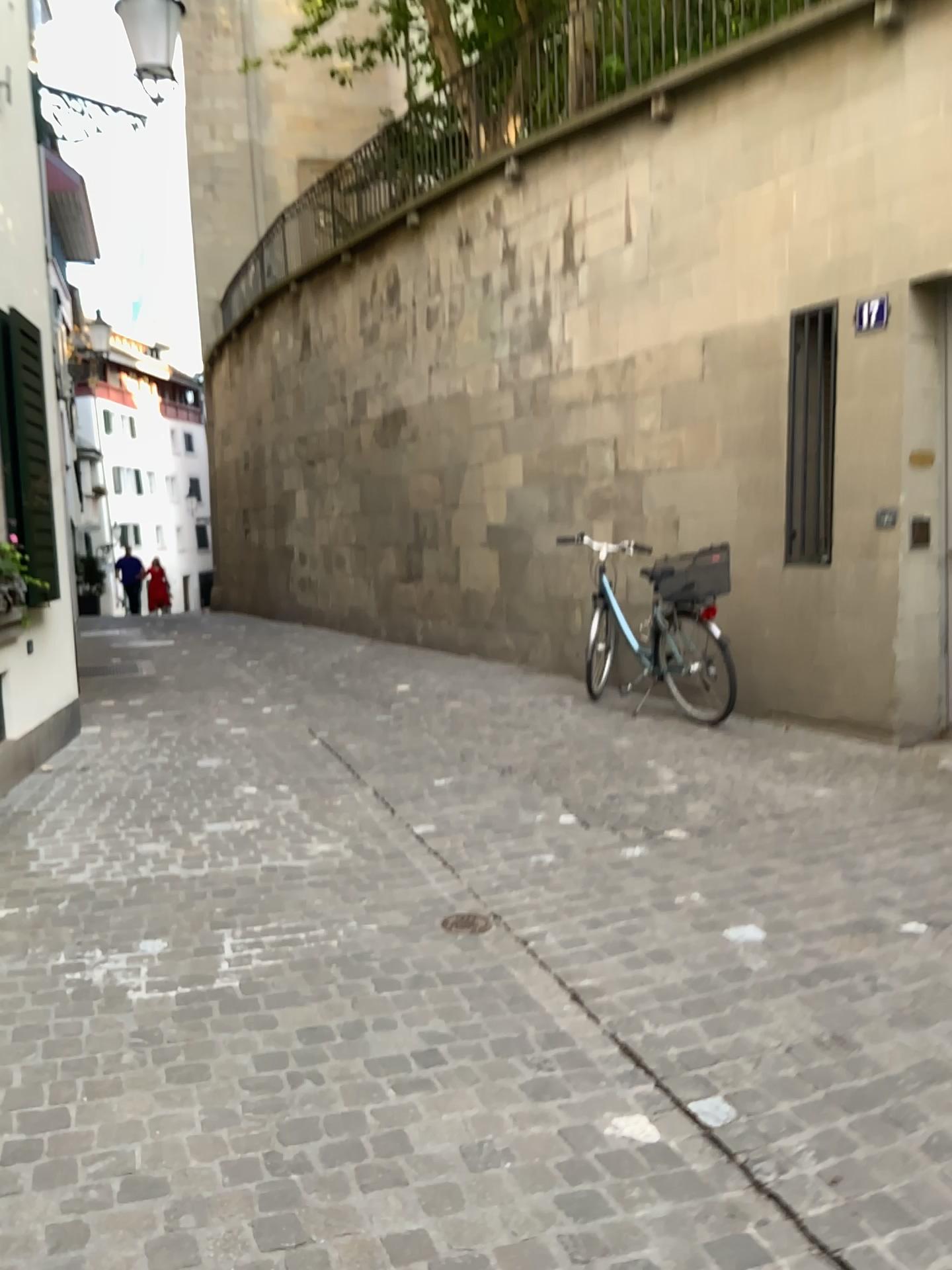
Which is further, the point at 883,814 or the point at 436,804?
the point at 436,804
